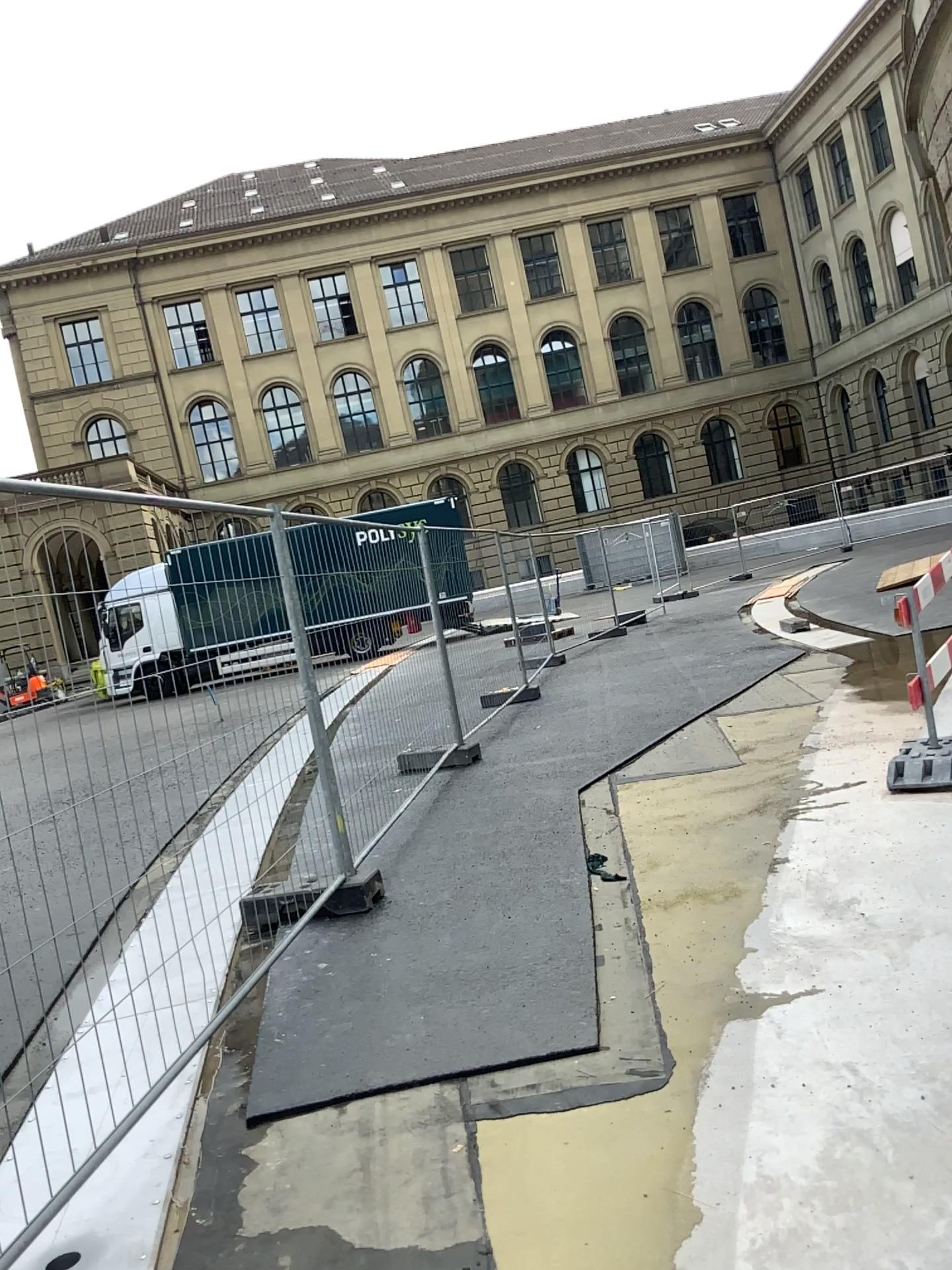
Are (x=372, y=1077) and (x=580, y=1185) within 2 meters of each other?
yes
